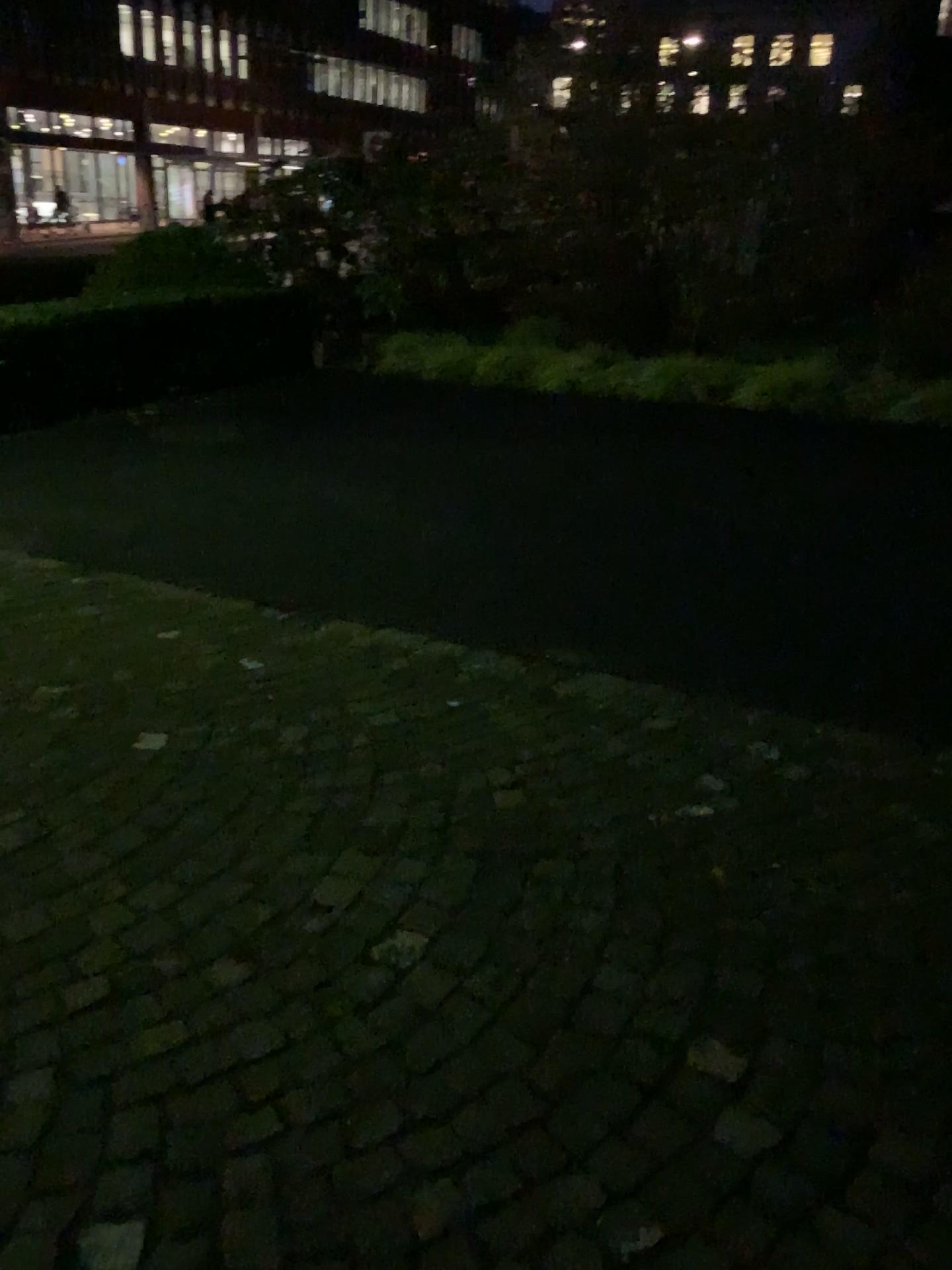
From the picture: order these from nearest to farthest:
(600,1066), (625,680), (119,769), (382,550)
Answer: (600,1066), (119,769), (625,680), (382,550)
